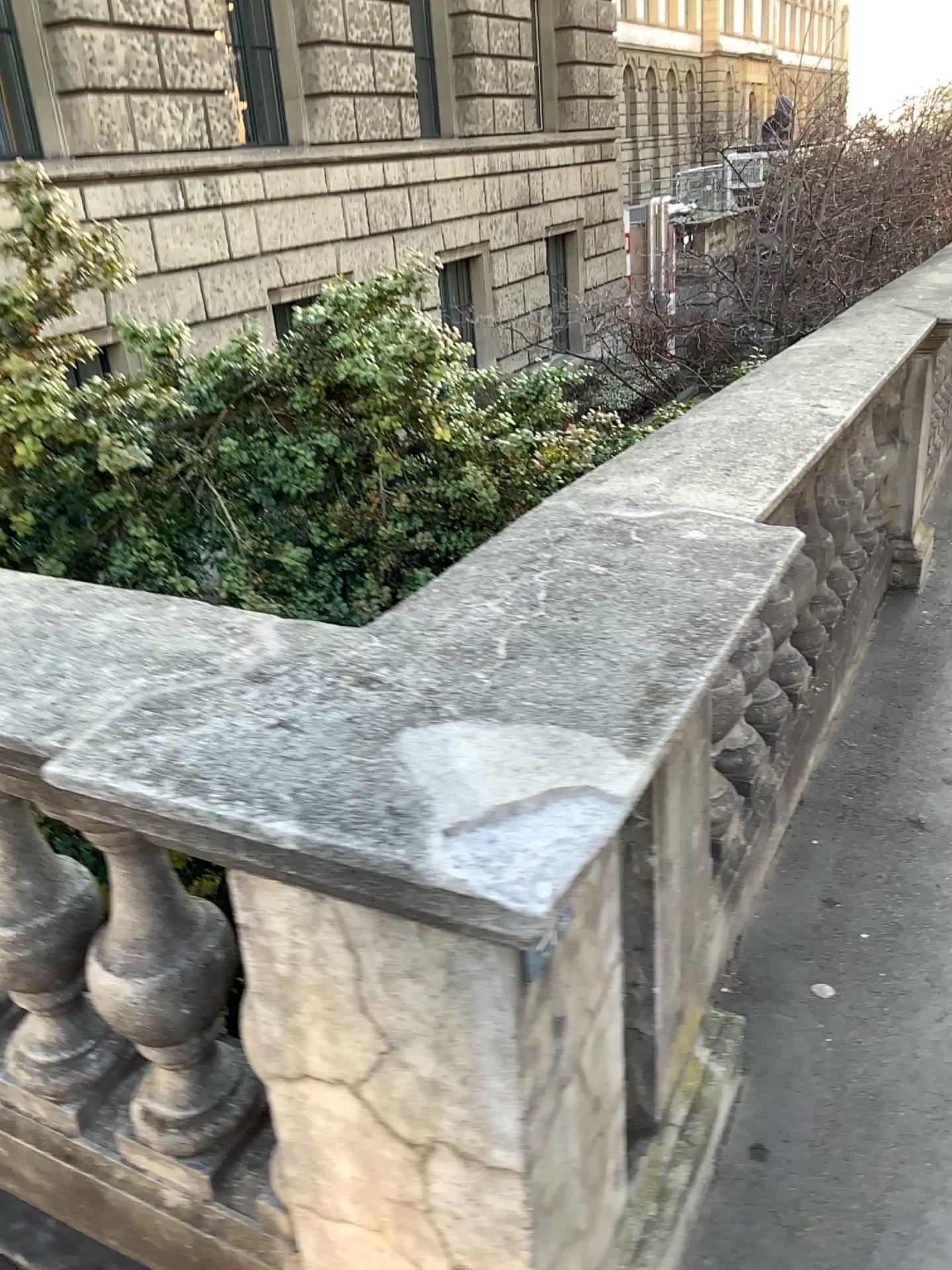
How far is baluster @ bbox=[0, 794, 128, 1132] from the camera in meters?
1.5

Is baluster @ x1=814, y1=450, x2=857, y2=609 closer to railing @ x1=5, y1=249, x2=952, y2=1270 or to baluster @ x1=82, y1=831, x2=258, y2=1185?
railing @ x1=5, y1=249, x2=952, y2=1270

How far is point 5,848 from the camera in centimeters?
155cm

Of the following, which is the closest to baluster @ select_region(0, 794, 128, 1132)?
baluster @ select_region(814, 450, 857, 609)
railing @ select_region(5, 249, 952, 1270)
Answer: railing @ select_region(5, 249, 952, 1270)

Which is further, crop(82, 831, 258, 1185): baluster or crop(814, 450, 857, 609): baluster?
crop(814, 450, 857, 609): baluster

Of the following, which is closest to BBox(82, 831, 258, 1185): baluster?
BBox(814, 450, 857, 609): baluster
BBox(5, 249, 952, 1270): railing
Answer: BBox(5, 249, 952, 1270): railing

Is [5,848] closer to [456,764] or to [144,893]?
[144,893]

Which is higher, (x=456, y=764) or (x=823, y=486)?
(x=456, y=764)

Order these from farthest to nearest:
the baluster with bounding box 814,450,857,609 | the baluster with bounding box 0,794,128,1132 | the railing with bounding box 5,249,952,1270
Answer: the baluster with bounding box 814,450,857,609 < the baluster with bounding box 0,794,128,1132 < the railing with bounding box 5,249,952,1270

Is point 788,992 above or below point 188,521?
below
